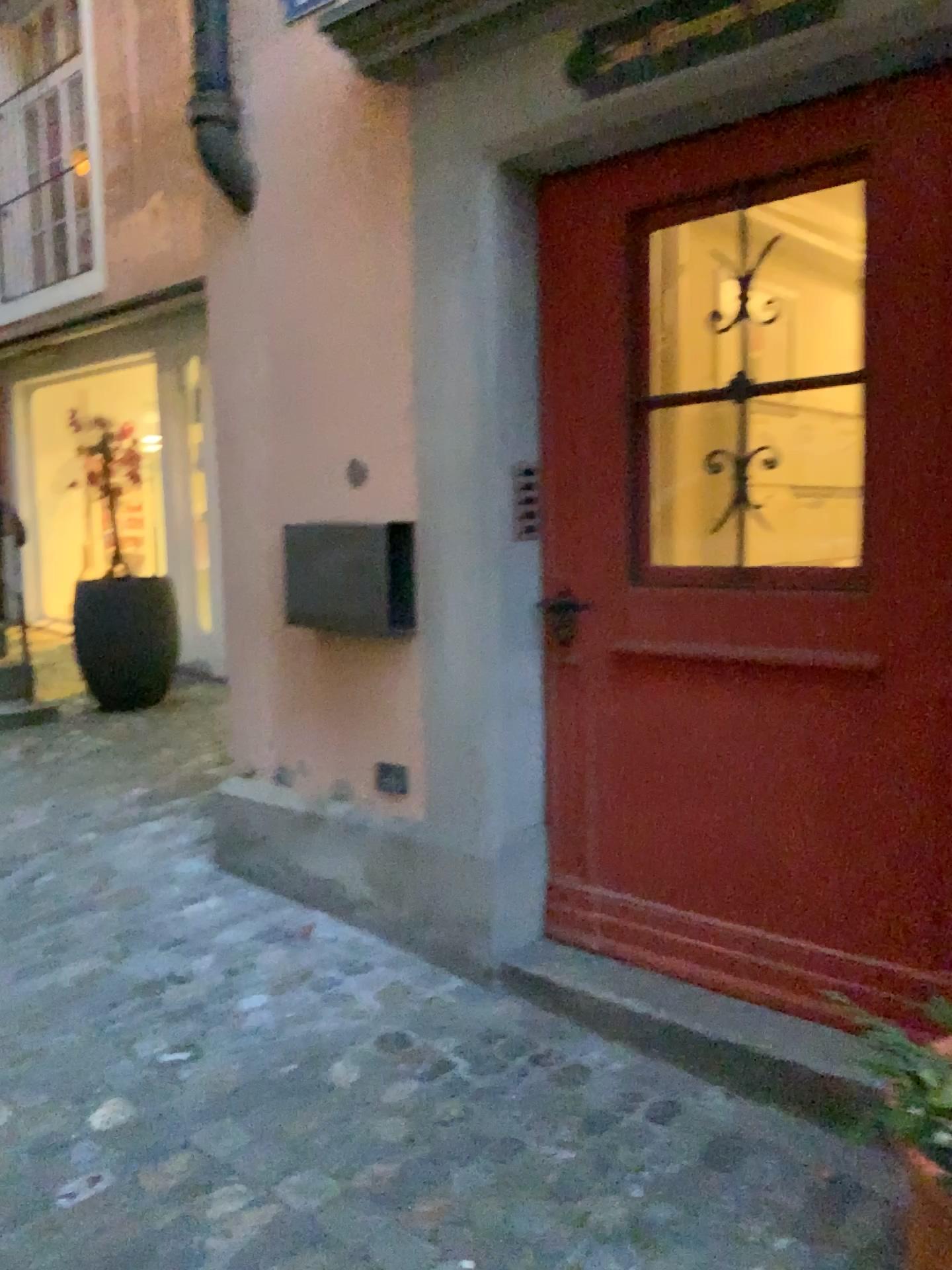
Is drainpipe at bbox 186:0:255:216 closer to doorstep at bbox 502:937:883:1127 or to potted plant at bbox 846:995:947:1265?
doorstep at bbox 502:937:883:1127

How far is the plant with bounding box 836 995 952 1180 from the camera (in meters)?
1.51

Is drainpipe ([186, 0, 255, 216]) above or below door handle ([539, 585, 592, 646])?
above

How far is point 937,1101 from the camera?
1.51m

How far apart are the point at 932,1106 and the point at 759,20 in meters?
1.9

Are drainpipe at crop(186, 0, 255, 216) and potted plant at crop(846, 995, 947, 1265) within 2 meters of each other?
no

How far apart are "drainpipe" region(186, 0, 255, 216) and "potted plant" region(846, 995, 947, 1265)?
2.6m

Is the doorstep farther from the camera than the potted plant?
Yes

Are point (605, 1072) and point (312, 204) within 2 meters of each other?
no

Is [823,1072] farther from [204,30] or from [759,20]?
[204,30]
